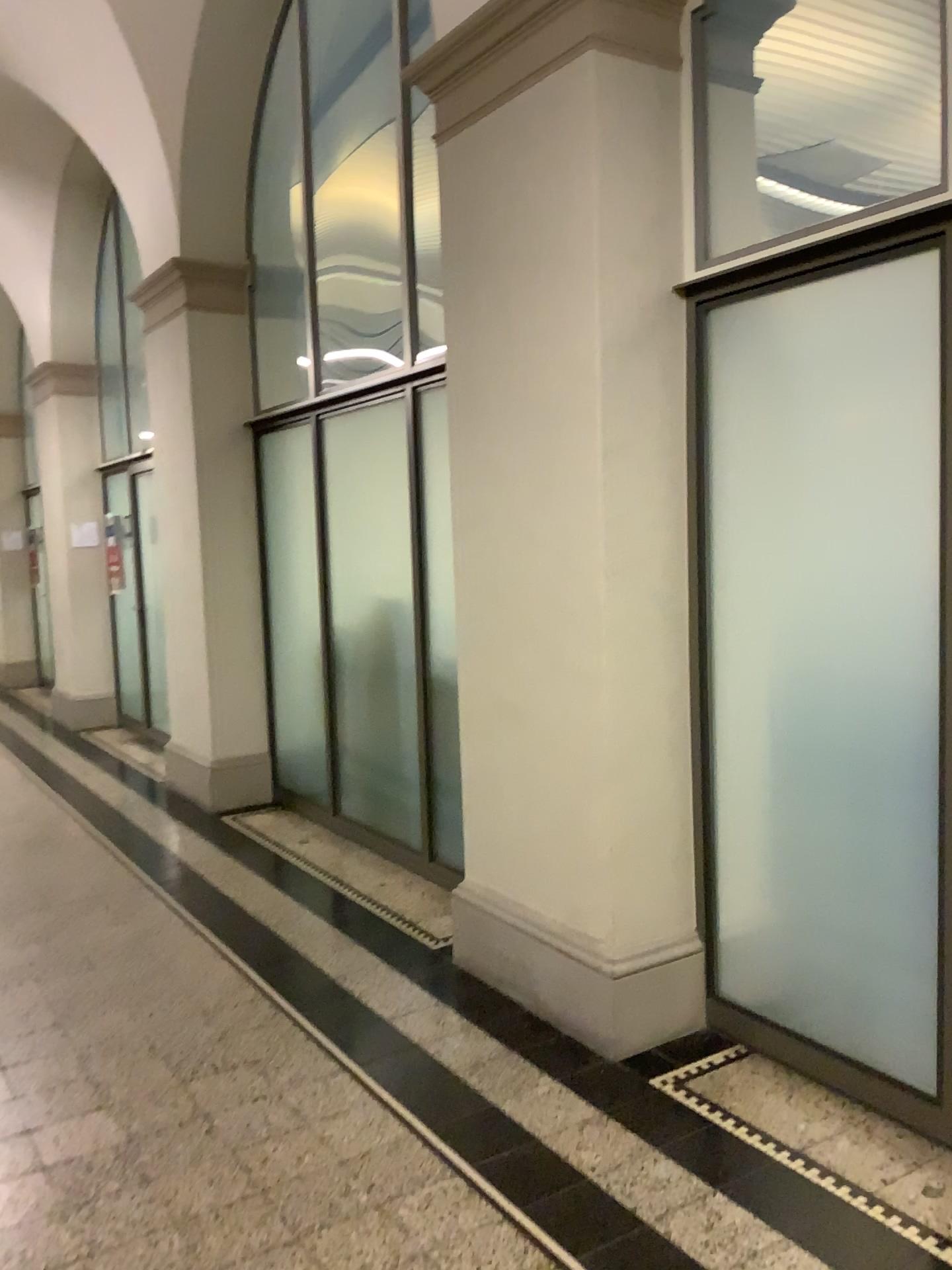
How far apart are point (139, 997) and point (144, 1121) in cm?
81
